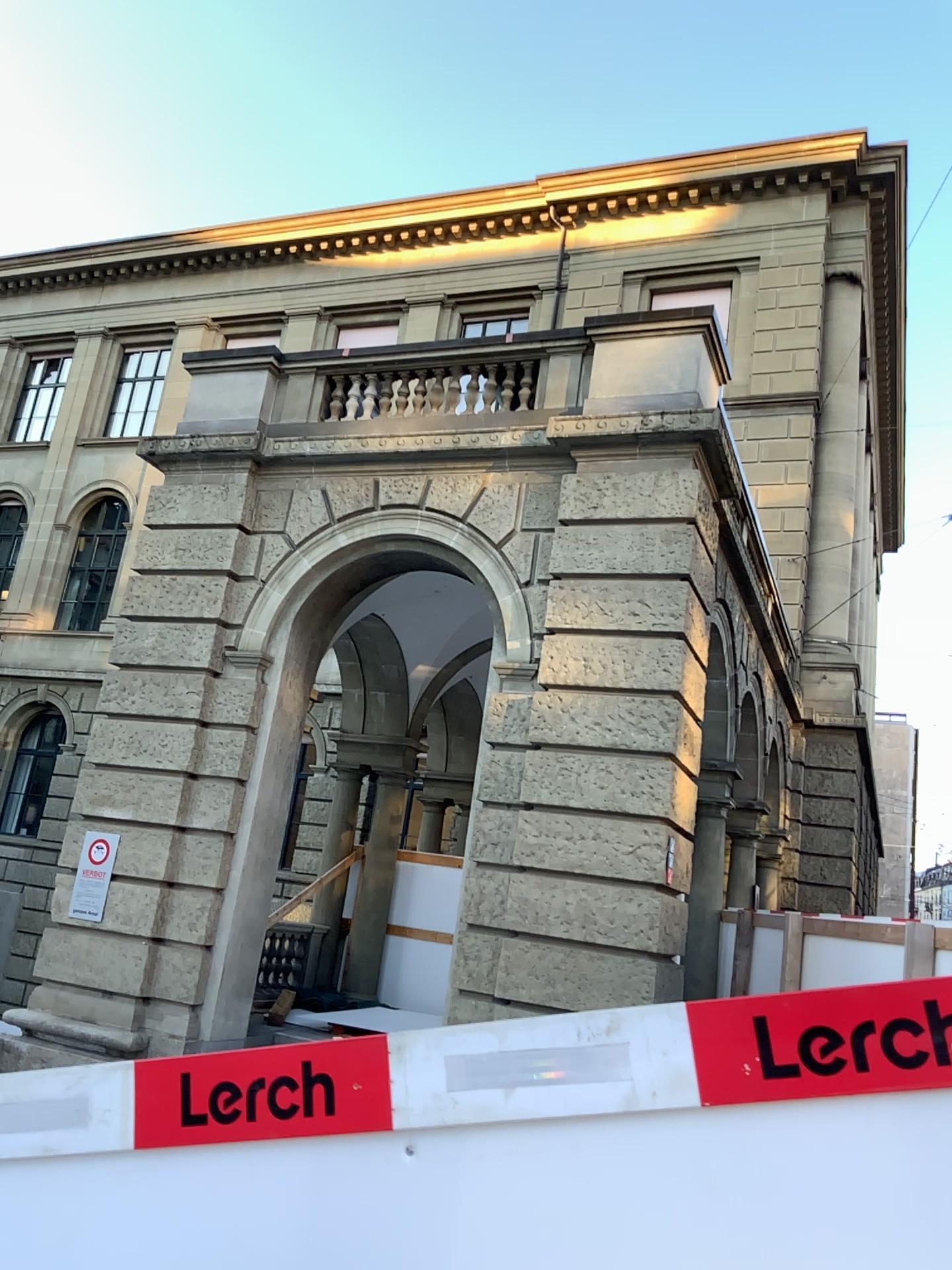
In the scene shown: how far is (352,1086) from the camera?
1.8 meters

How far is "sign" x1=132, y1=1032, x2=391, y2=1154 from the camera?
1.8m

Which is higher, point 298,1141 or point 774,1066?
Result: point 774,1066
